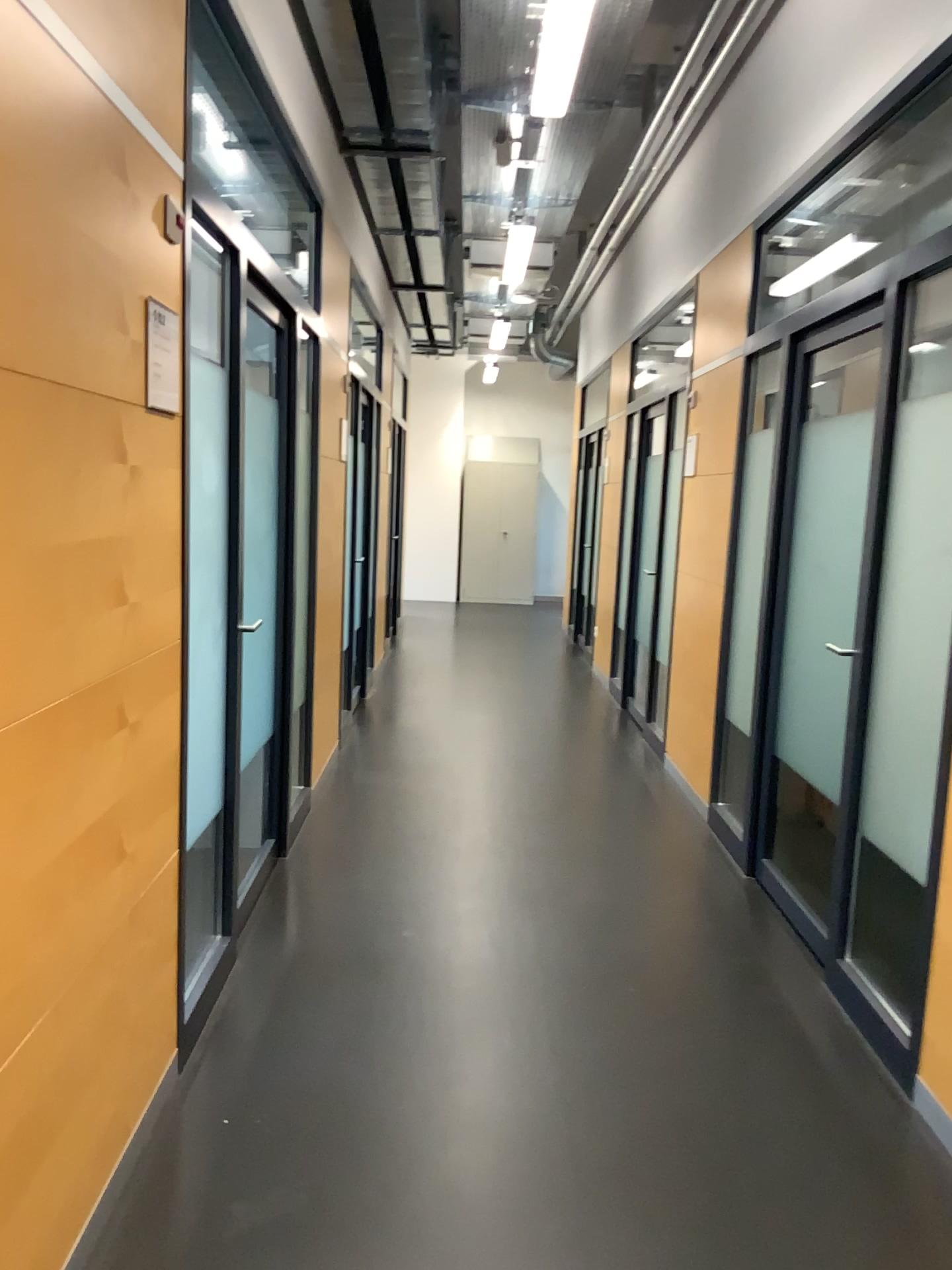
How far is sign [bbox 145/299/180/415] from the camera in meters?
2.1 m

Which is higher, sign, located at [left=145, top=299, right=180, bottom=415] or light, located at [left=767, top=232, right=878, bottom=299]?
light, located at [left=767, top=232, right=878, bottom=299]

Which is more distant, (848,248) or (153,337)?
(848,248)

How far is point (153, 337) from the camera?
2.1m

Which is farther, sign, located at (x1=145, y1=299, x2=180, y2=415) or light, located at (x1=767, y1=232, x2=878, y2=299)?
light, located at (x1=767, y1=232, x2=878, y2=299)

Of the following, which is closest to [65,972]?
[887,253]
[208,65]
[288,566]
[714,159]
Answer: [208,65]

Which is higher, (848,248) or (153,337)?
(848,248)
